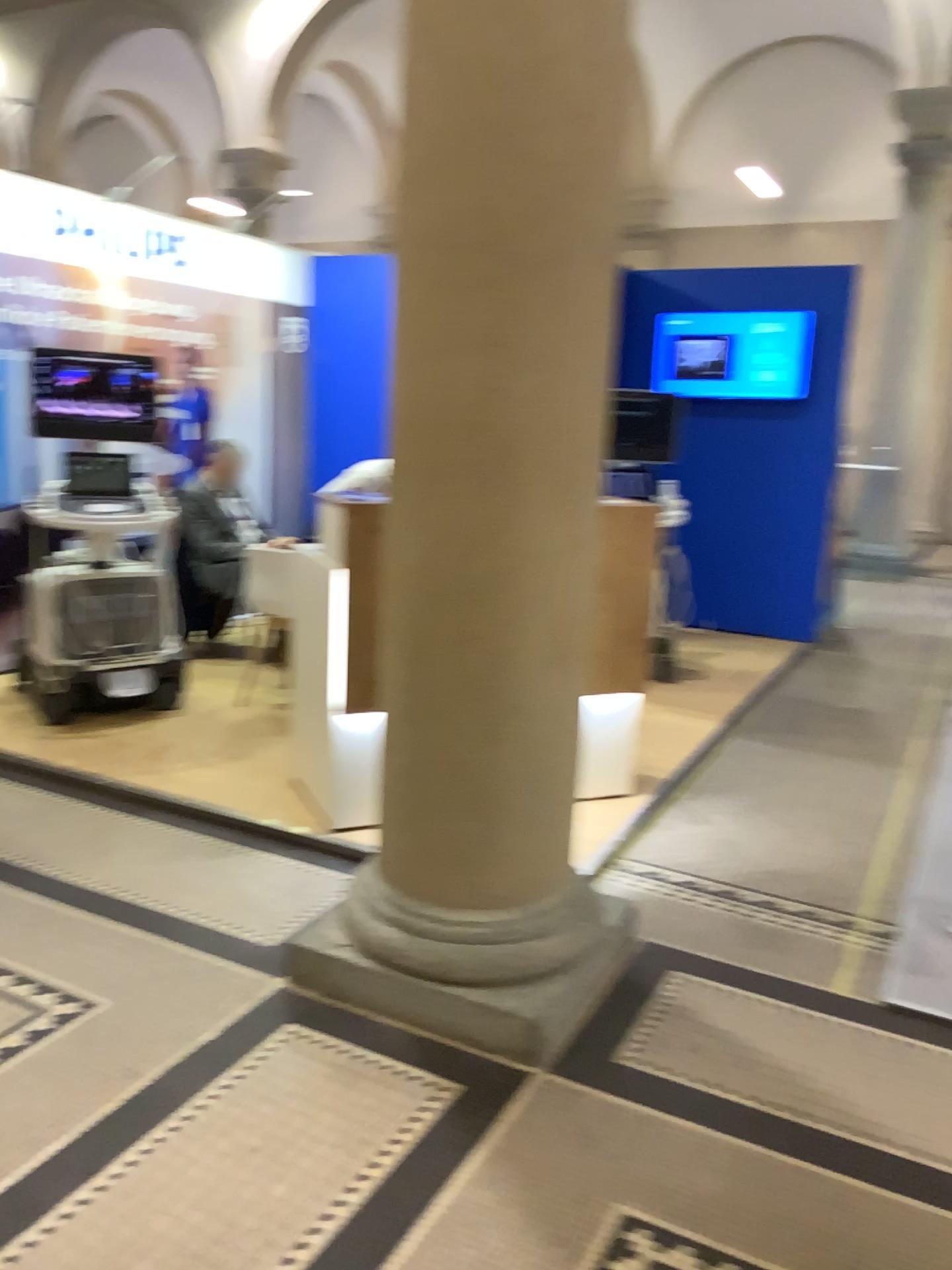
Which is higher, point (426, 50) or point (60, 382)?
point (426, 50)

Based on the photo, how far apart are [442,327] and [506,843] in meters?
1.2

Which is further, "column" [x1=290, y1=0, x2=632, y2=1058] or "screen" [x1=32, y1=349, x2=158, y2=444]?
"screen" [x1=32, y1=349, x2=158, y2=444]

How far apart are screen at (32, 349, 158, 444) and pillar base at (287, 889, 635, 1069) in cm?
274

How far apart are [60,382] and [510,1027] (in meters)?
3.39

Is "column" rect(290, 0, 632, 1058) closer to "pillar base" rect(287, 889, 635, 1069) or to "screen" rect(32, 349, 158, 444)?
"pillar base" rect(287, 889, 635, 1069)

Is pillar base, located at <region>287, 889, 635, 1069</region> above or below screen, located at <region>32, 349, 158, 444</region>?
below

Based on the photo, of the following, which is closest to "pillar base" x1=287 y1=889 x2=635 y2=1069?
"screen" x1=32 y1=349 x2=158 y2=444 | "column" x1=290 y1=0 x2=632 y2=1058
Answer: "column" x1=290 y1=0 x2=632 y2=1058

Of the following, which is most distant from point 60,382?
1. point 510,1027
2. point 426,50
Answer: point 510,1027

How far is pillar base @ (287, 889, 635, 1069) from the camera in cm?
246
